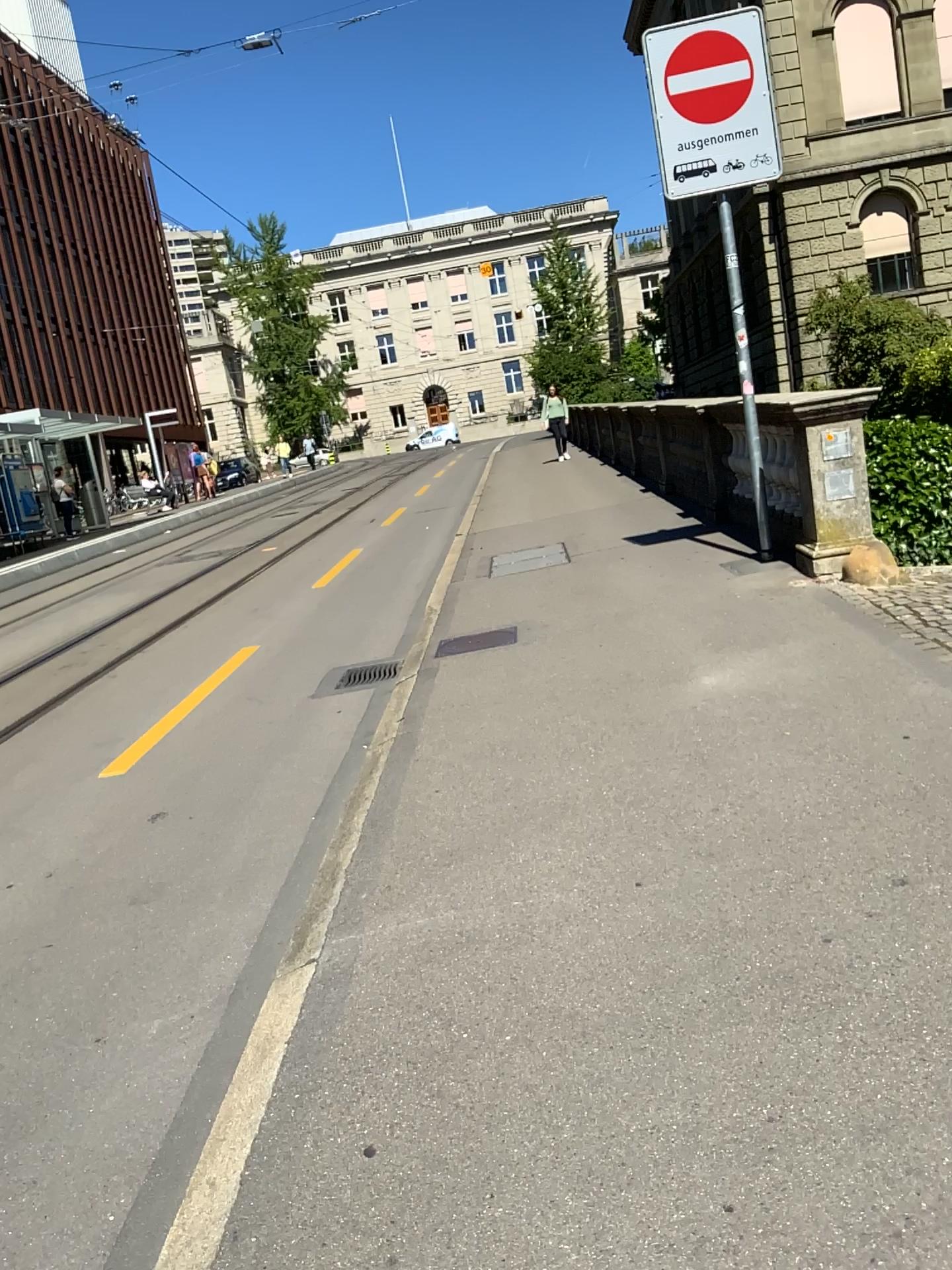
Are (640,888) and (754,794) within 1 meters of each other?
yes
